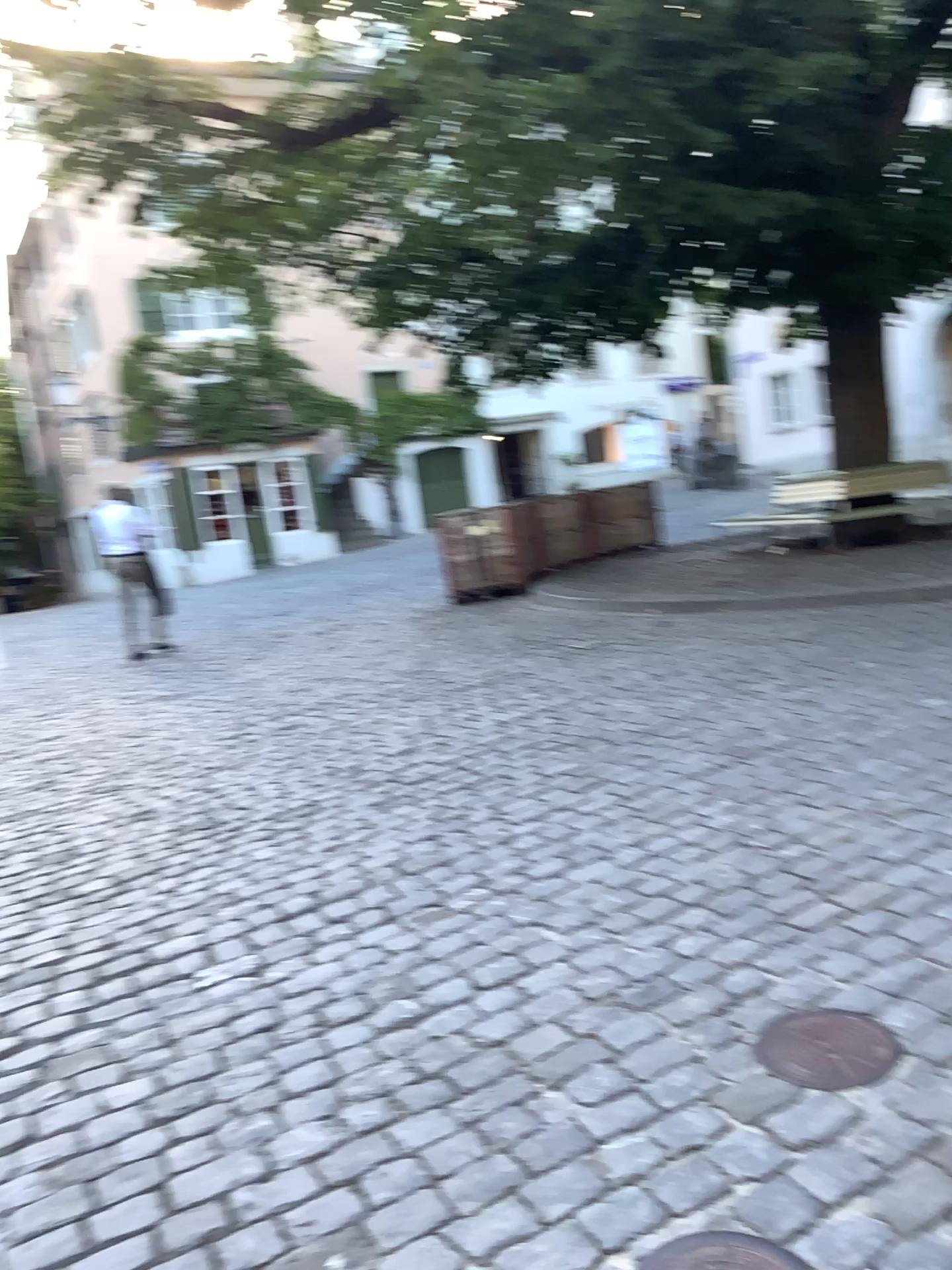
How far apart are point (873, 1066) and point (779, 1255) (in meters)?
0.59

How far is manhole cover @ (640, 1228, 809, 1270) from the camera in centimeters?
170cm

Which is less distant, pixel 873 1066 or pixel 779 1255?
pixel 779 1255

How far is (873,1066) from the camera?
2.17m

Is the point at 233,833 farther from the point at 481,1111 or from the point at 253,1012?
the point at 481,1111

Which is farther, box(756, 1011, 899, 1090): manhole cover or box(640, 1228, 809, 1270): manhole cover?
box(756, 1011, 899, 1090): manhole cover

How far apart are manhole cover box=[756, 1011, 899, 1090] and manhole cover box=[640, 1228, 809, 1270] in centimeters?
47cm

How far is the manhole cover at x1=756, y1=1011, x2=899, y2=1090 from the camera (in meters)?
2.17
